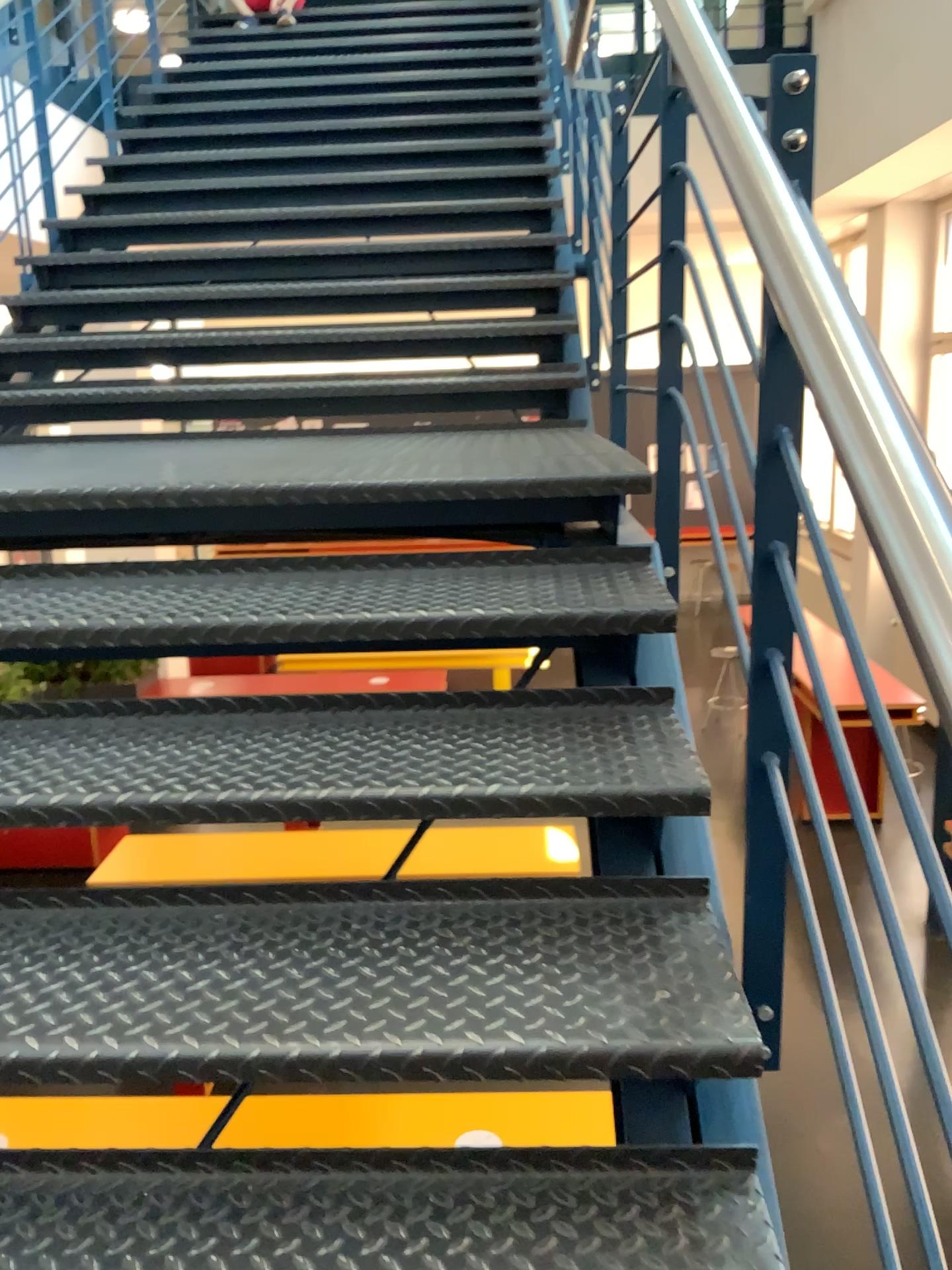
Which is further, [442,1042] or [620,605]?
[620,605]

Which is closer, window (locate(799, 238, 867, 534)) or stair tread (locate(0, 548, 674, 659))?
window (locate(799, 238, 867, 534))

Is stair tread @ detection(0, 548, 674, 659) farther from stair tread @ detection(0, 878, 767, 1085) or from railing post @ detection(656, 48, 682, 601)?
stair tread @ detection(0, 878, 767, 1085)

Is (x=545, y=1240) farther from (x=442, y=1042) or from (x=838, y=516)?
(x=838, y=516)

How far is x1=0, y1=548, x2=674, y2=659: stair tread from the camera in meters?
1.6 m

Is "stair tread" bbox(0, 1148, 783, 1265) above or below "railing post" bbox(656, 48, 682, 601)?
below

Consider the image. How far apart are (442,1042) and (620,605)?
0.8 meters

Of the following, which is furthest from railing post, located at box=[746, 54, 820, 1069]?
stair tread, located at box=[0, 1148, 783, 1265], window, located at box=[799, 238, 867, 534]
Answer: stair tread, located at box=[0, 1148, 783, 1265]

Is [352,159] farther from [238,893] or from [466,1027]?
[466,1027]

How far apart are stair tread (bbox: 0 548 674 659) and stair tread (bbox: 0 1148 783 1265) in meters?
0.7
